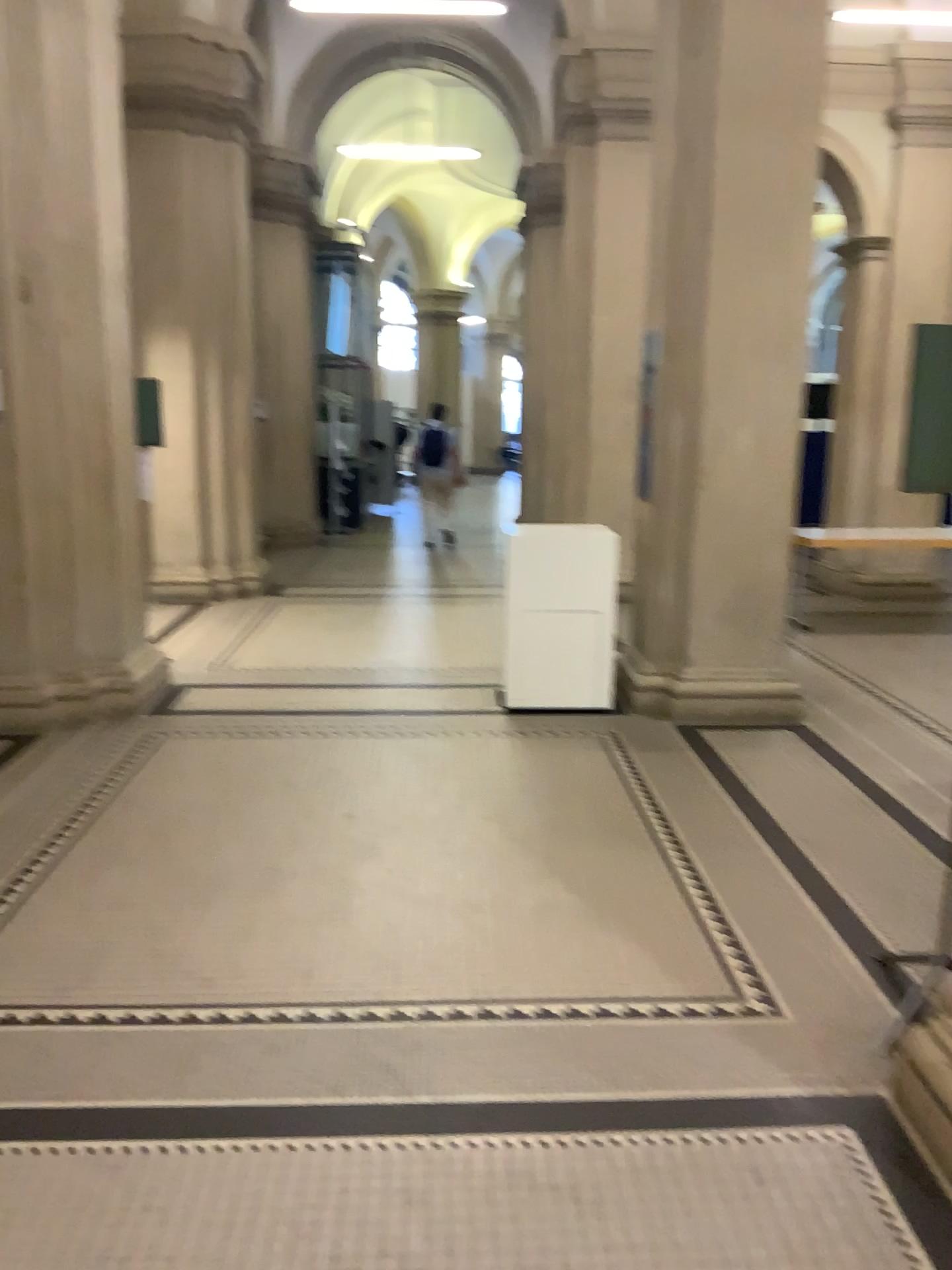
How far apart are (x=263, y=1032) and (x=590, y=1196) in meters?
1.0 m
